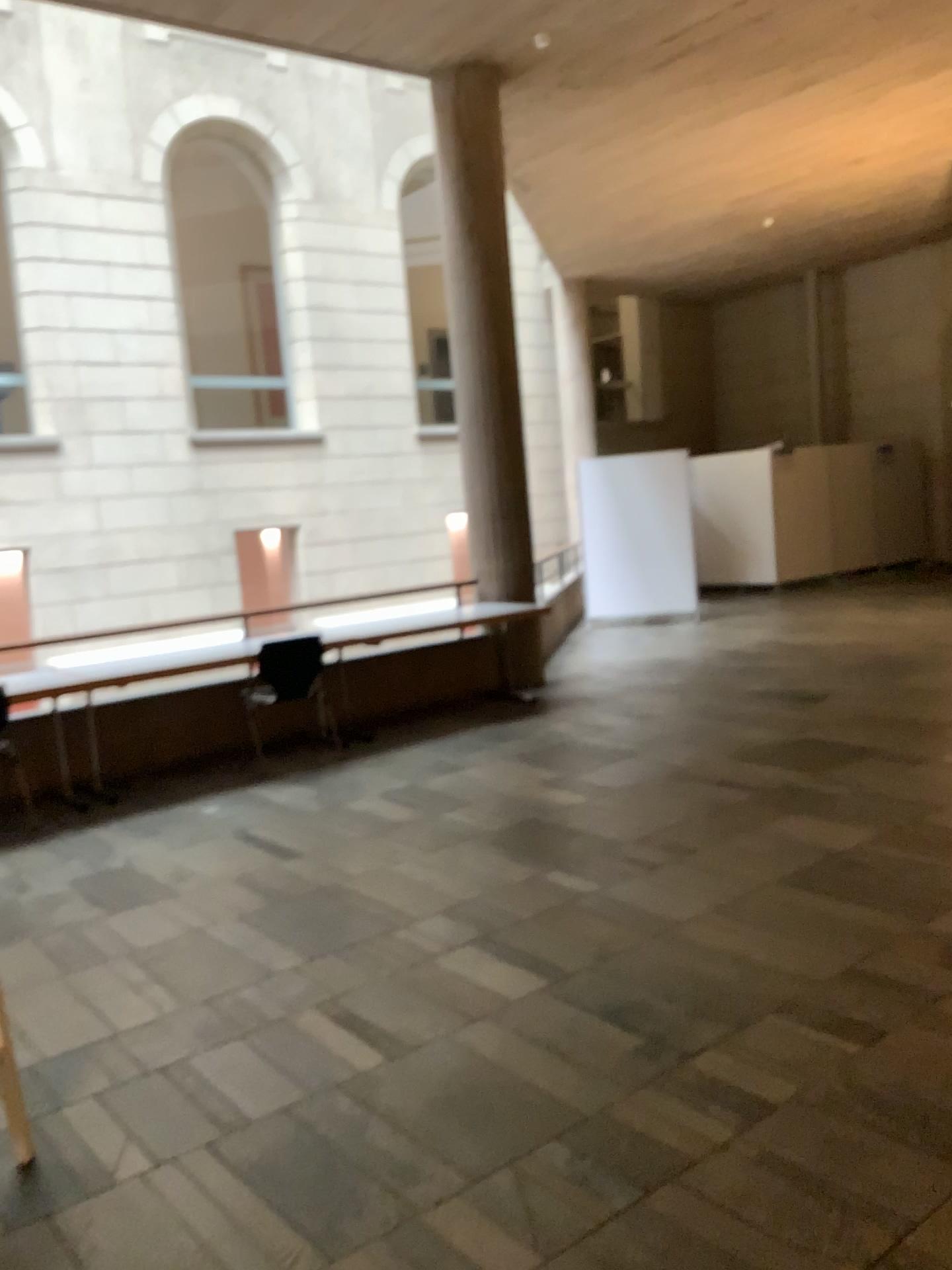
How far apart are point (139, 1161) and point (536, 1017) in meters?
1.1 m
